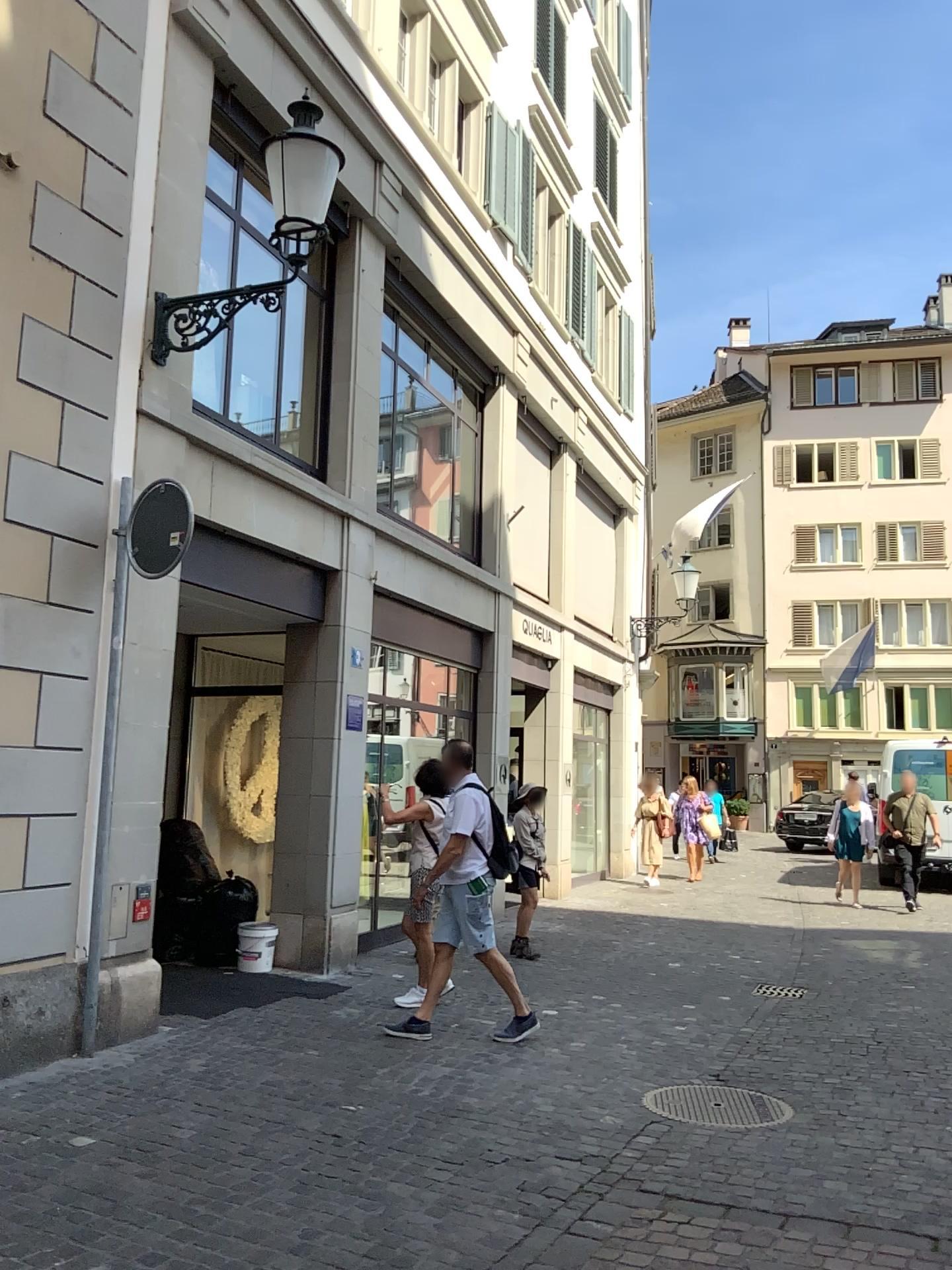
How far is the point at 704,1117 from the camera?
4.7m

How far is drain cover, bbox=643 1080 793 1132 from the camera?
4.72m

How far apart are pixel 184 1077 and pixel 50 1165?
1.1m
